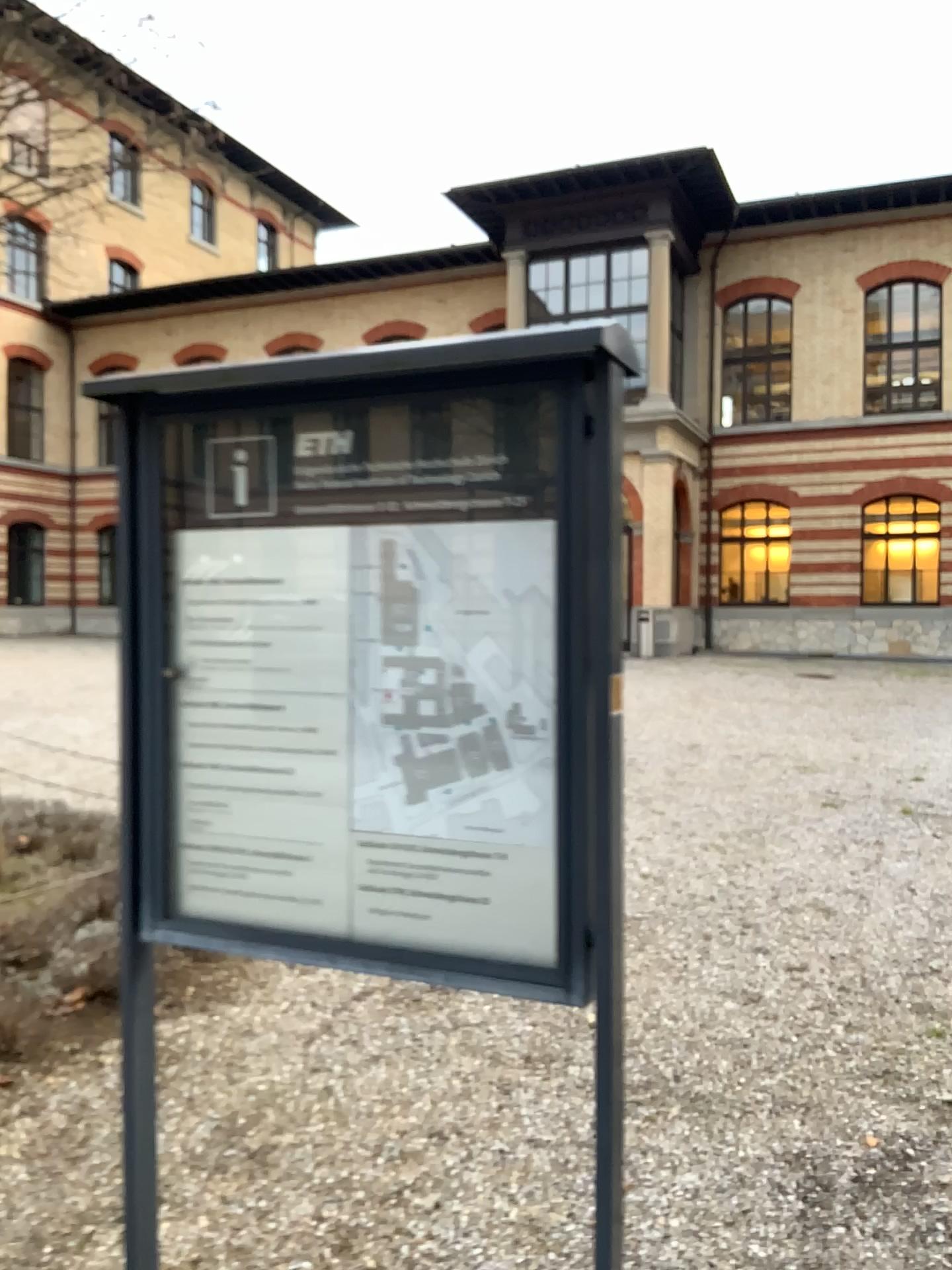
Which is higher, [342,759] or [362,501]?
[362,501]
